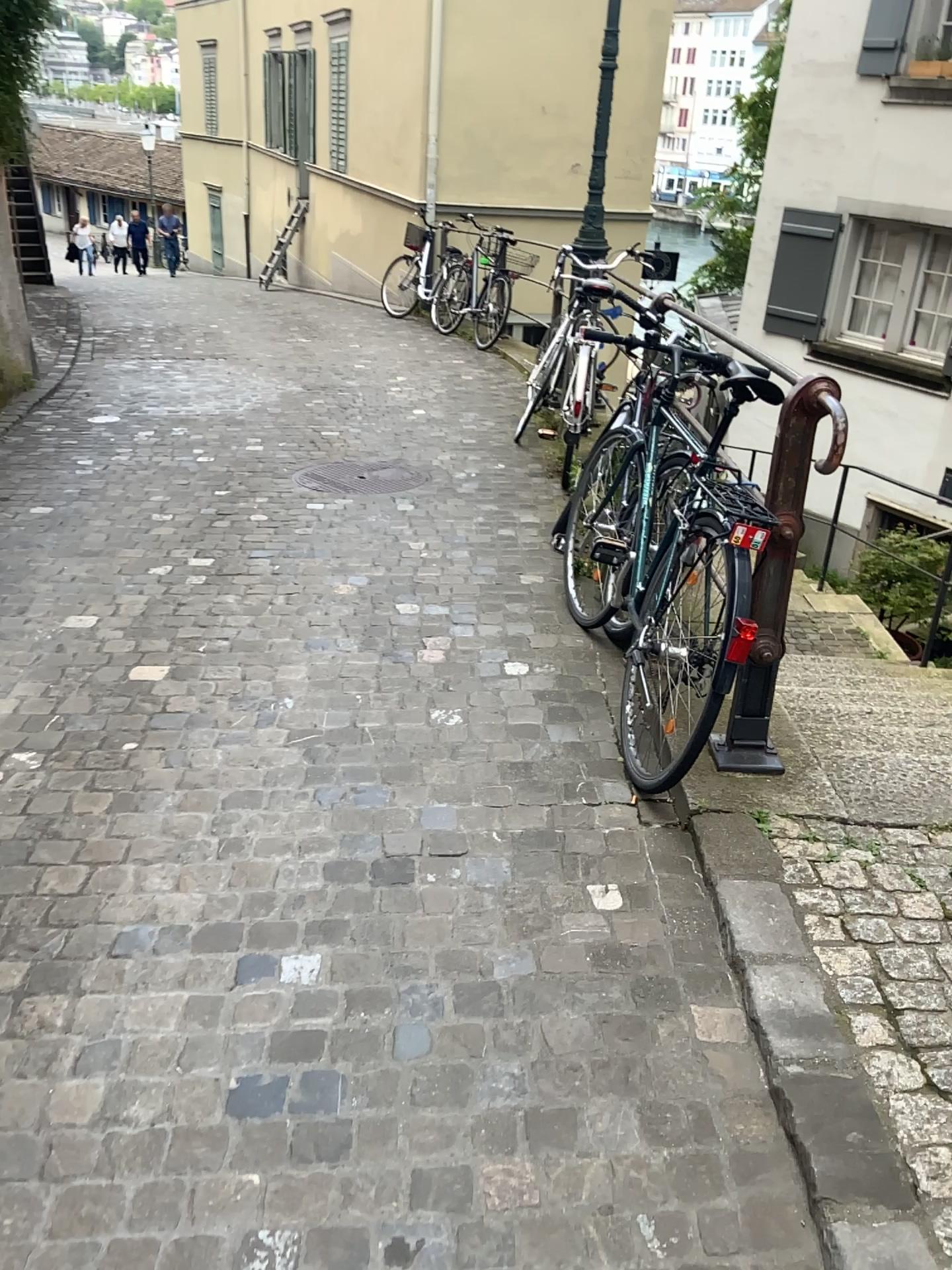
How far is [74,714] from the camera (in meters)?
2.95

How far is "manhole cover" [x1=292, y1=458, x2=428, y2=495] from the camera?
5.2 meters

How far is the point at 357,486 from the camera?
5.2m
